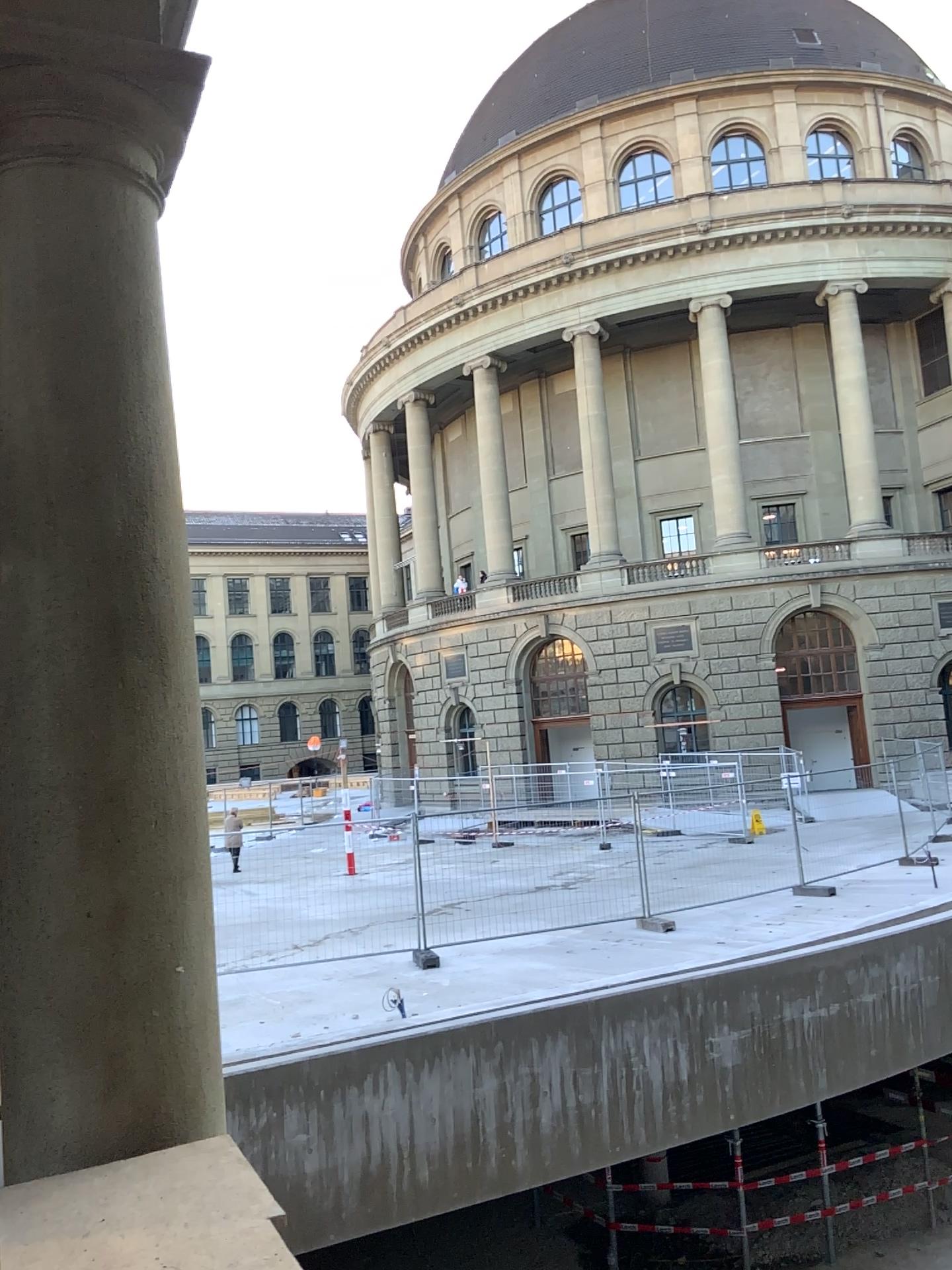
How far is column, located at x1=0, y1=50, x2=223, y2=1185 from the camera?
1.9m

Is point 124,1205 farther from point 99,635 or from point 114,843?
point 99,635

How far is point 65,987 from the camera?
1.9m
